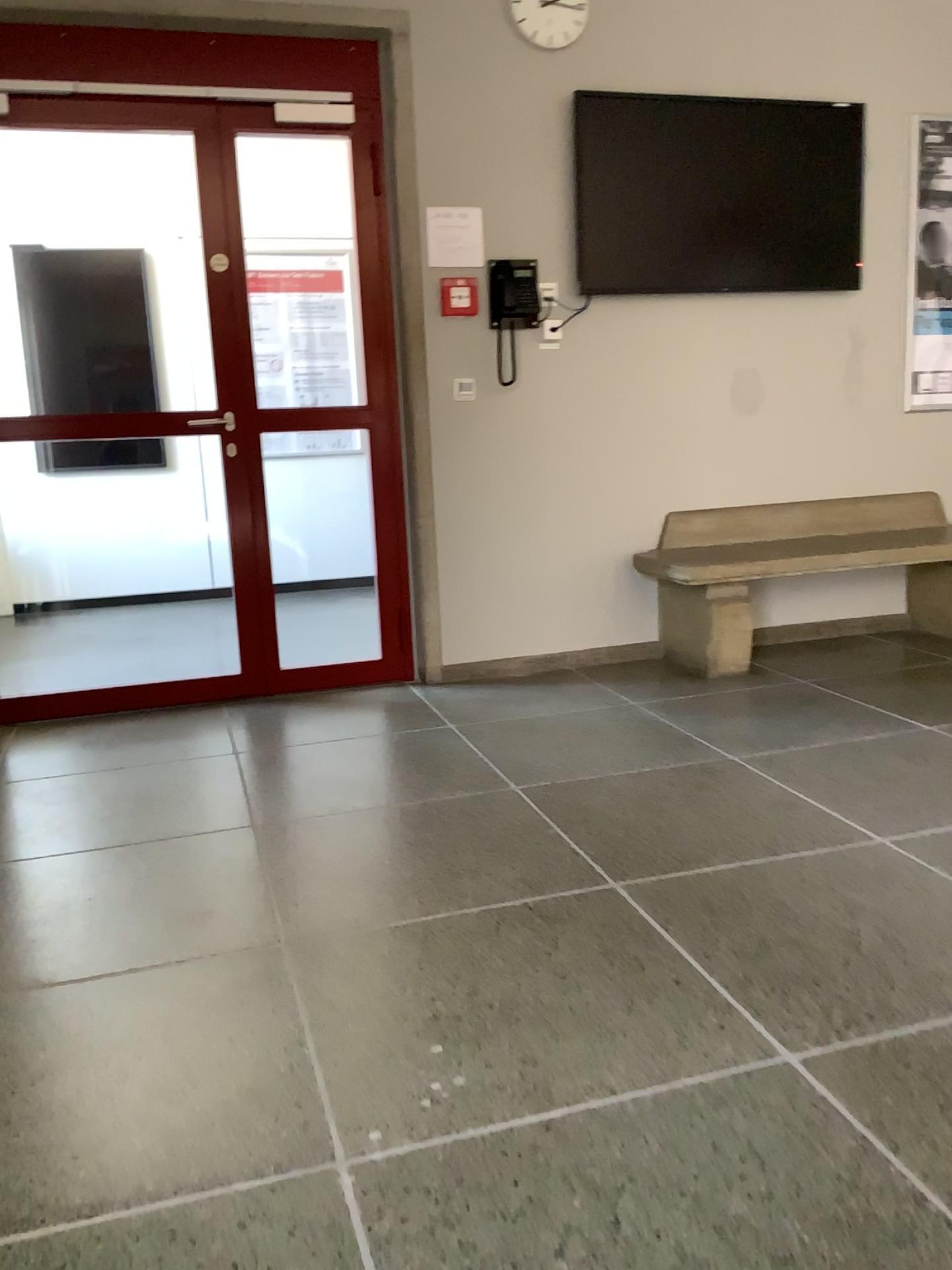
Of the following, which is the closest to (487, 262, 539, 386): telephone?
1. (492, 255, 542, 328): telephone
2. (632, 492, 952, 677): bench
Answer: (492, 255, 542, 328): telephone

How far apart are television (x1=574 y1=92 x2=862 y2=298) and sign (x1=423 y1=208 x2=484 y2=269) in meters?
0.4 m

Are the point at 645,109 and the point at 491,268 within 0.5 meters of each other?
no

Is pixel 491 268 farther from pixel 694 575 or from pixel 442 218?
pixel 694 575

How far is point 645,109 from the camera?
4.07m

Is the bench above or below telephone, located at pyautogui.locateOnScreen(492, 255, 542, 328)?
below

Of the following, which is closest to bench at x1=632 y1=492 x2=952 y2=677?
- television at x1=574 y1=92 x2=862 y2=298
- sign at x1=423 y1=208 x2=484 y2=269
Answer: television at x1=574 y1=92 x2=862 y2=298

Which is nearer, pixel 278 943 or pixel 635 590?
pixel 278 943

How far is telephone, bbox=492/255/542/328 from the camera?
4.03m

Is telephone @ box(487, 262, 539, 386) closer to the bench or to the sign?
the sign
